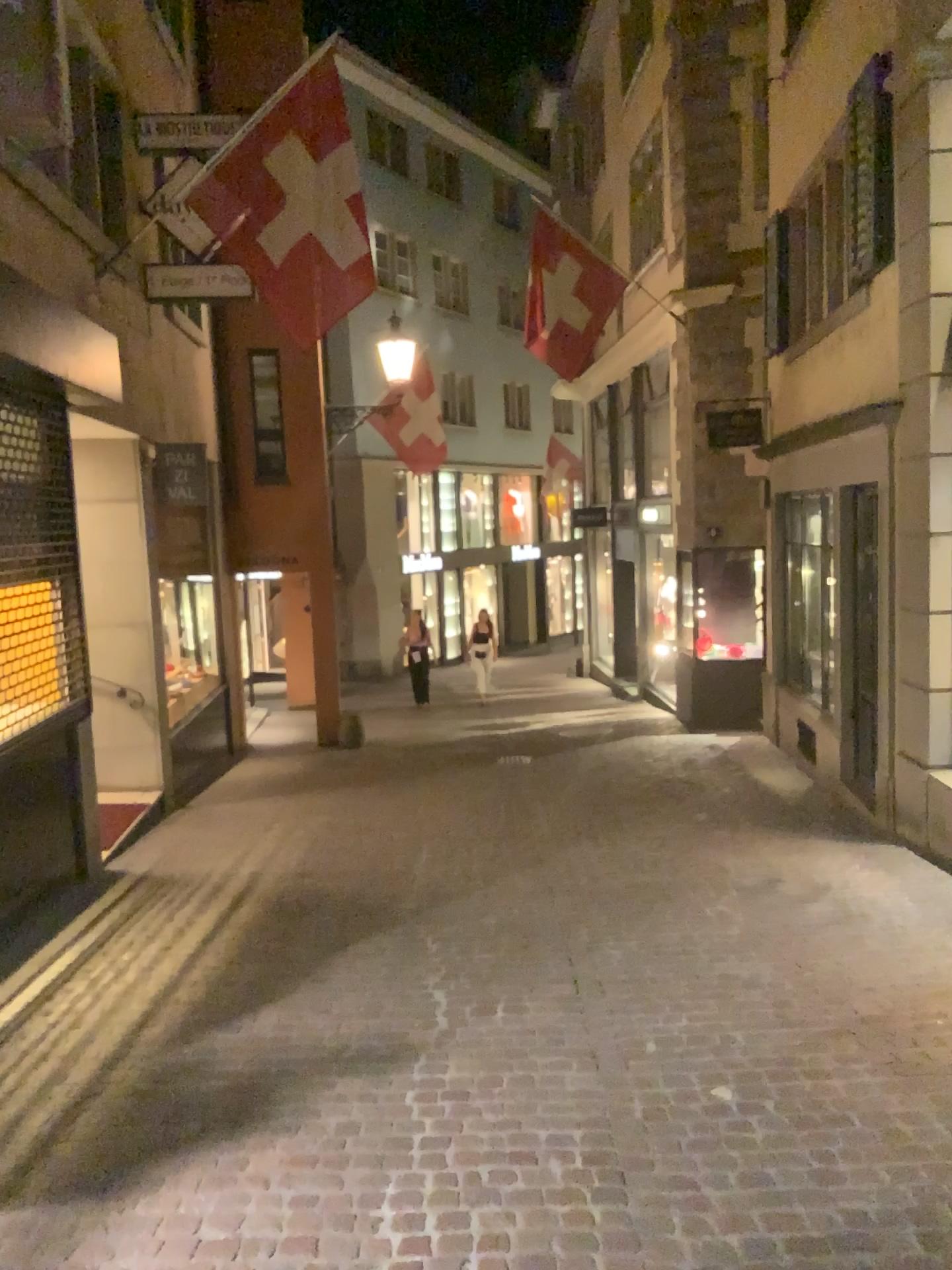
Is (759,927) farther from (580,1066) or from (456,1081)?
(456,1081)
